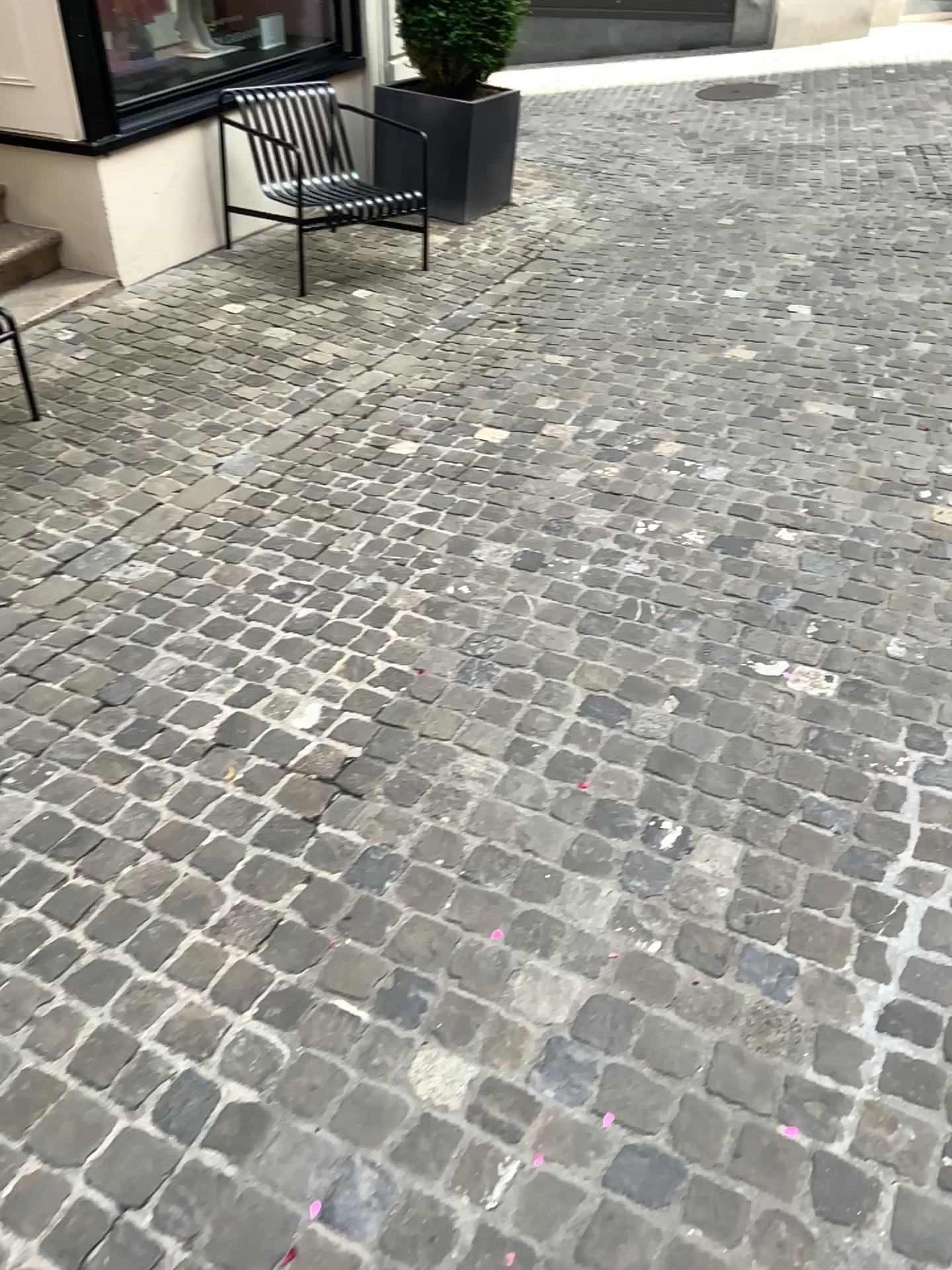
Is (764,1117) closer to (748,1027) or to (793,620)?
(748,1027)
